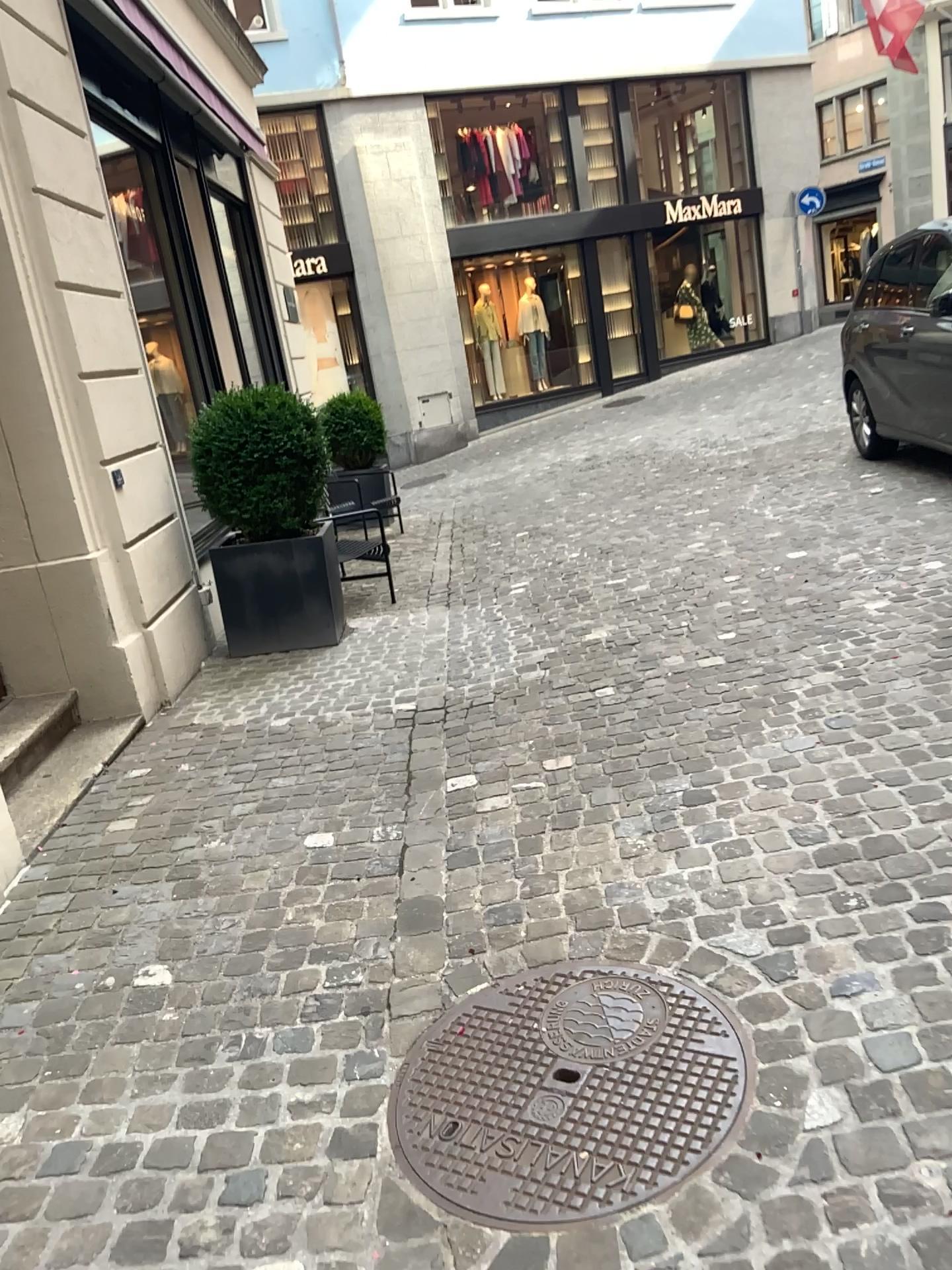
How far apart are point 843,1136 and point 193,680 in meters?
4.0 m
